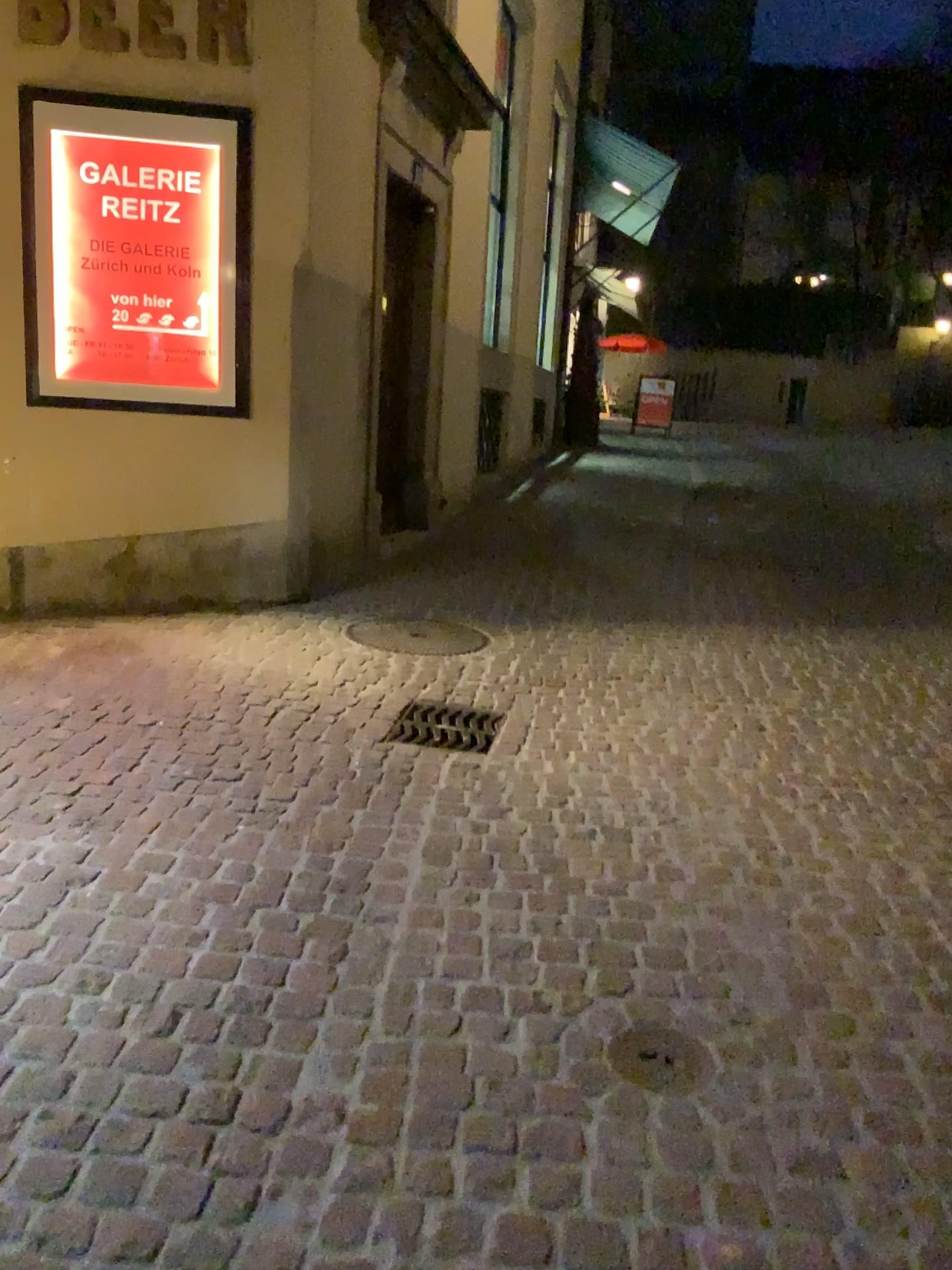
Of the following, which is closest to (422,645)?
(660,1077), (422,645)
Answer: (422,645)

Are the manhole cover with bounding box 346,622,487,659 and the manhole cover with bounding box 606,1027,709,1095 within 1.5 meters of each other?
no

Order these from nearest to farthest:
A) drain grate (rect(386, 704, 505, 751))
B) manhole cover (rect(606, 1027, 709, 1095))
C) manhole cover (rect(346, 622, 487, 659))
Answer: manhole cover (rect(606, 1027, 709, 1095)) < drain grate (rect(386, 704, 505, 751)) < manhole cover (rect(346, 622, 487, 659))

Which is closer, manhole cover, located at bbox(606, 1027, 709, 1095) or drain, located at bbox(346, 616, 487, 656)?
manhole cover, located at bbox(606, 1027, 709, 1095)

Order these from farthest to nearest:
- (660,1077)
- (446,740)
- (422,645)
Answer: (422,645), (446,740), (660,1077)

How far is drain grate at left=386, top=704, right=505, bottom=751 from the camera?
3.8m

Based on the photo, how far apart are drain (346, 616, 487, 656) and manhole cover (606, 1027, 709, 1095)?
3.00m

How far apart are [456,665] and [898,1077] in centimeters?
292cm

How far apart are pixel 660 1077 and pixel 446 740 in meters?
1.9

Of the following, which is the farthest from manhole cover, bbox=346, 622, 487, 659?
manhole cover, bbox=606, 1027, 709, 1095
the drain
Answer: manhole cover, bbox=606, 1027, 709, 1095
